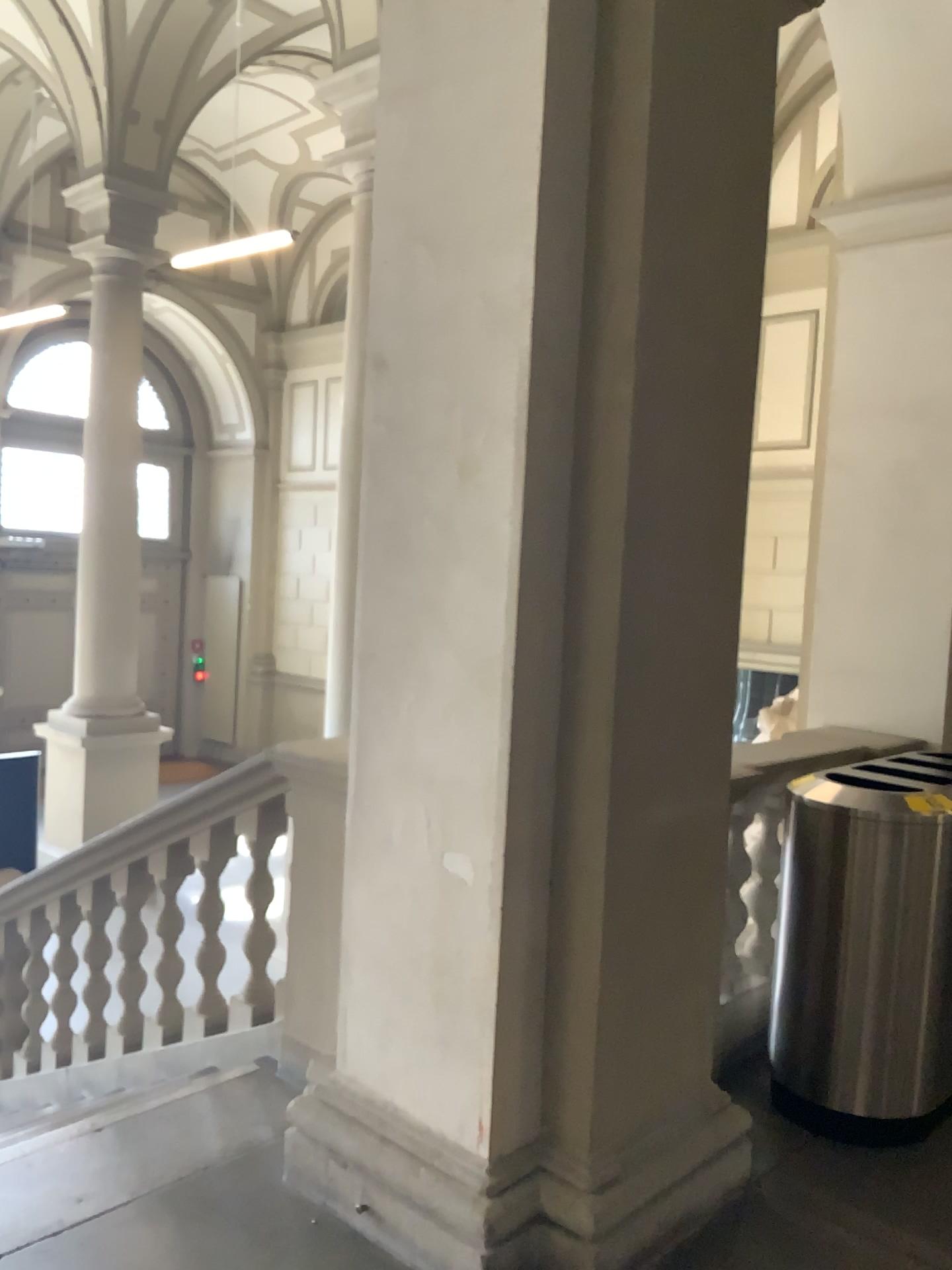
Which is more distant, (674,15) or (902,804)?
(902,804)

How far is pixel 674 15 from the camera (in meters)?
2.36

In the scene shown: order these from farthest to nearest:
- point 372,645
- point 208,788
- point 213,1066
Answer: point 208,788
point 213,1066
point 372,645

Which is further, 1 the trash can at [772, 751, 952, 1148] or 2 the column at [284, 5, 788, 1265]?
1 the trash can at [772, 751, 952, 1148]

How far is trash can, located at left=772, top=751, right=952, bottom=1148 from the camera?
3.0m

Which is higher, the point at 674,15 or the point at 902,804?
the point at 674,15

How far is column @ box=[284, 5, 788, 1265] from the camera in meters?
2.4 m

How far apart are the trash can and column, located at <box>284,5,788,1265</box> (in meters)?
0.51
